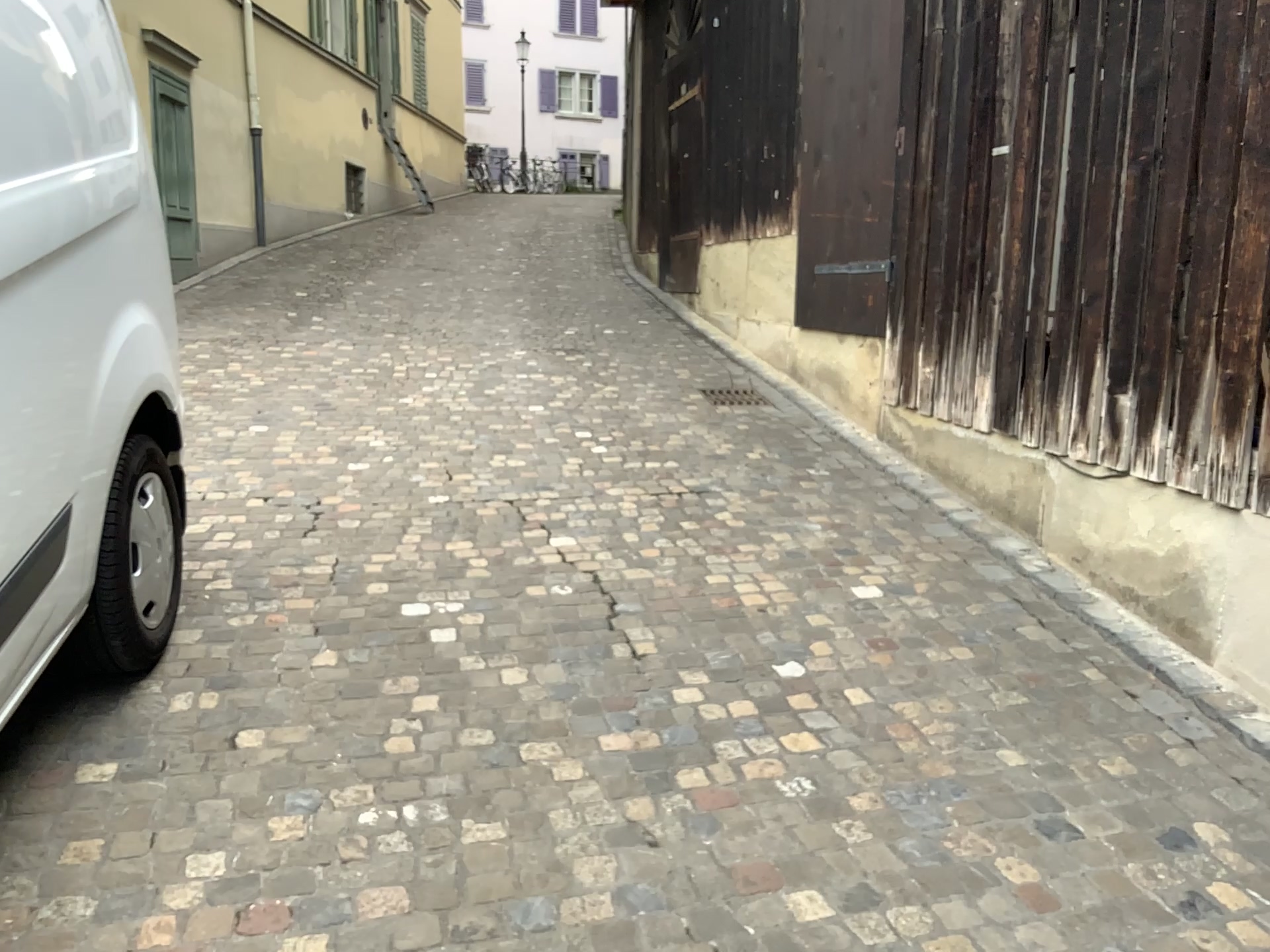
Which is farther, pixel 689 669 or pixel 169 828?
pixel 689 669
